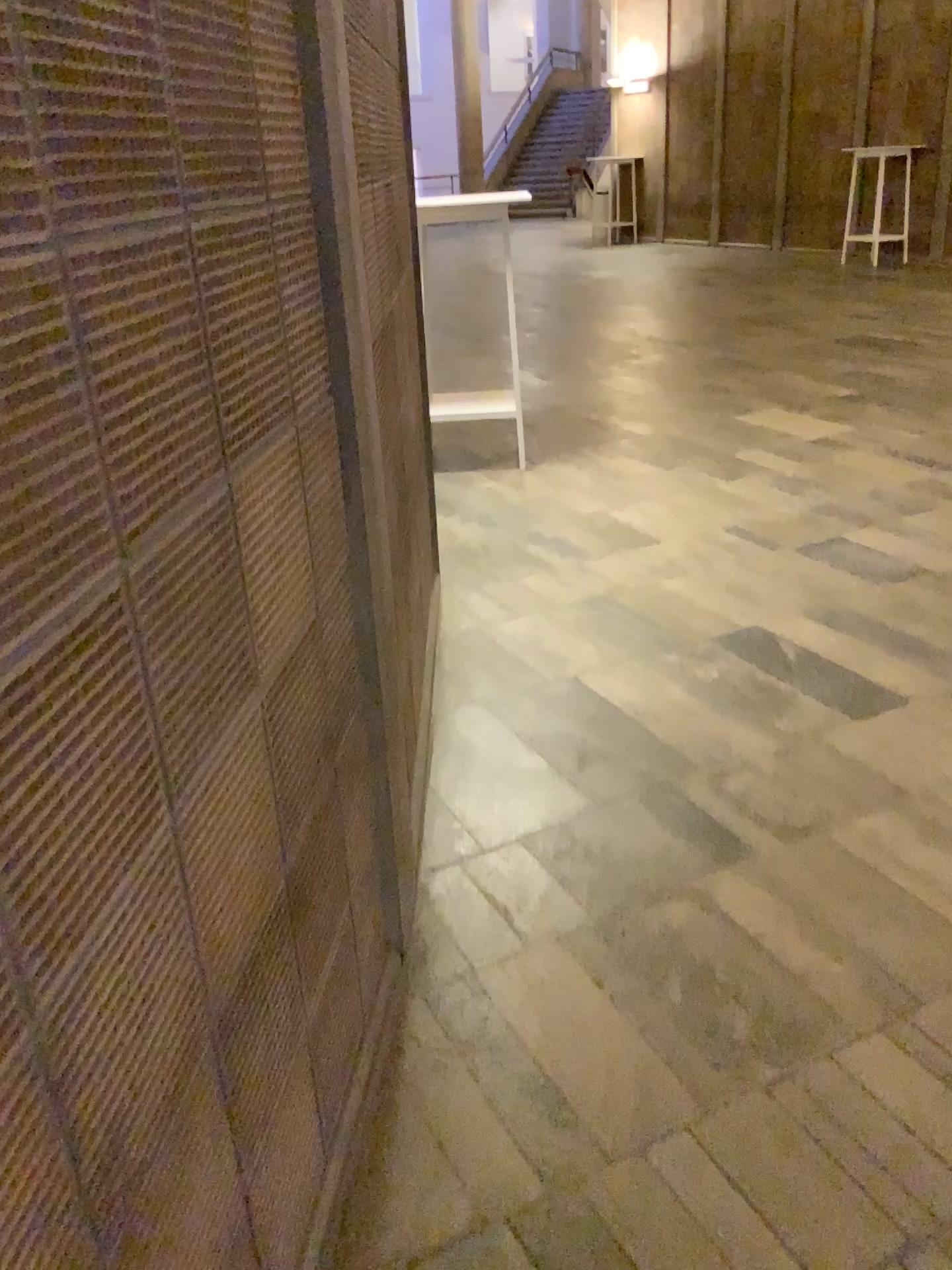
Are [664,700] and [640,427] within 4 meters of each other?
yes
